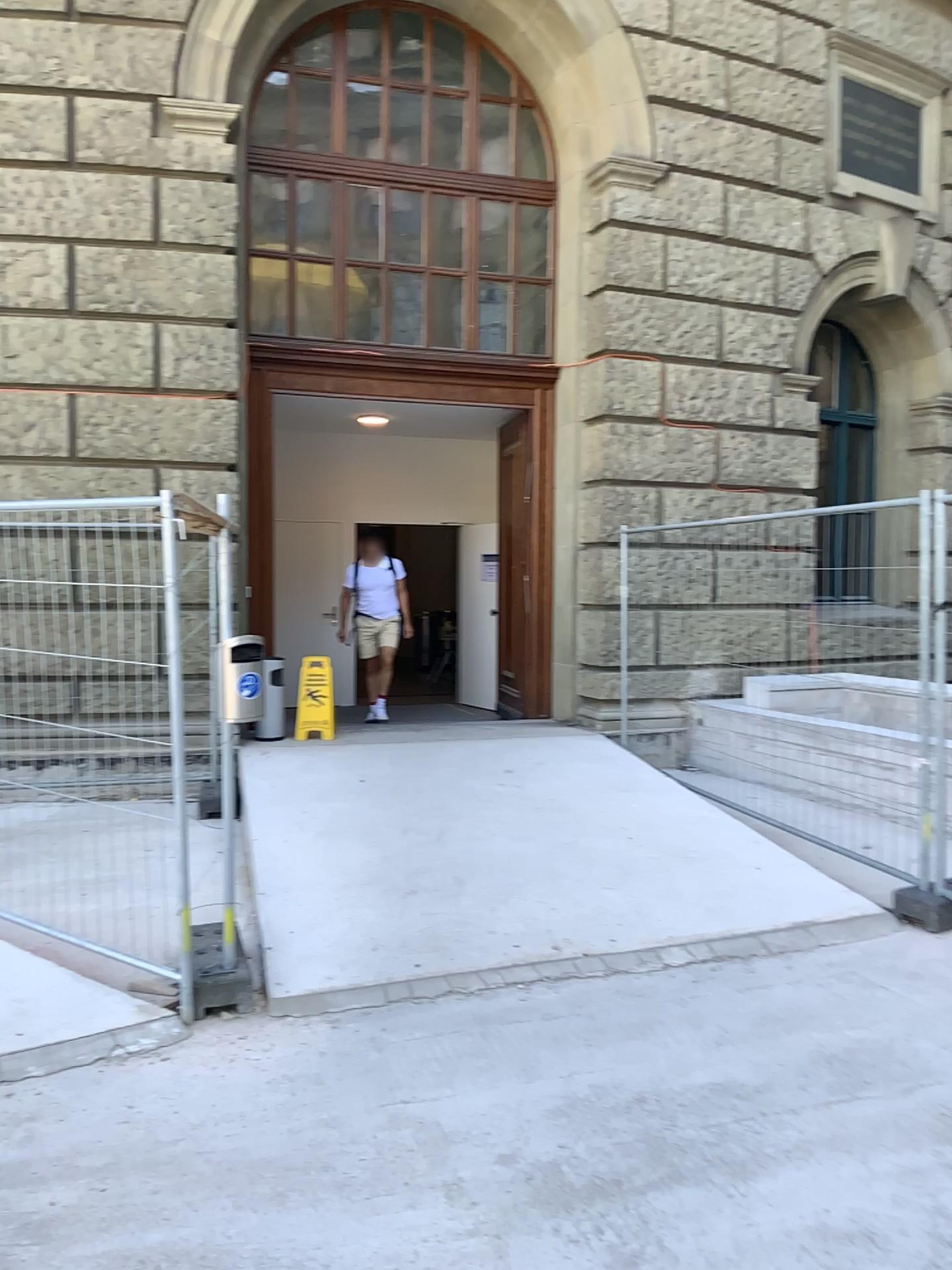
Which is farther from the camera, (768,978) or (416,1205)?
(768,978)
